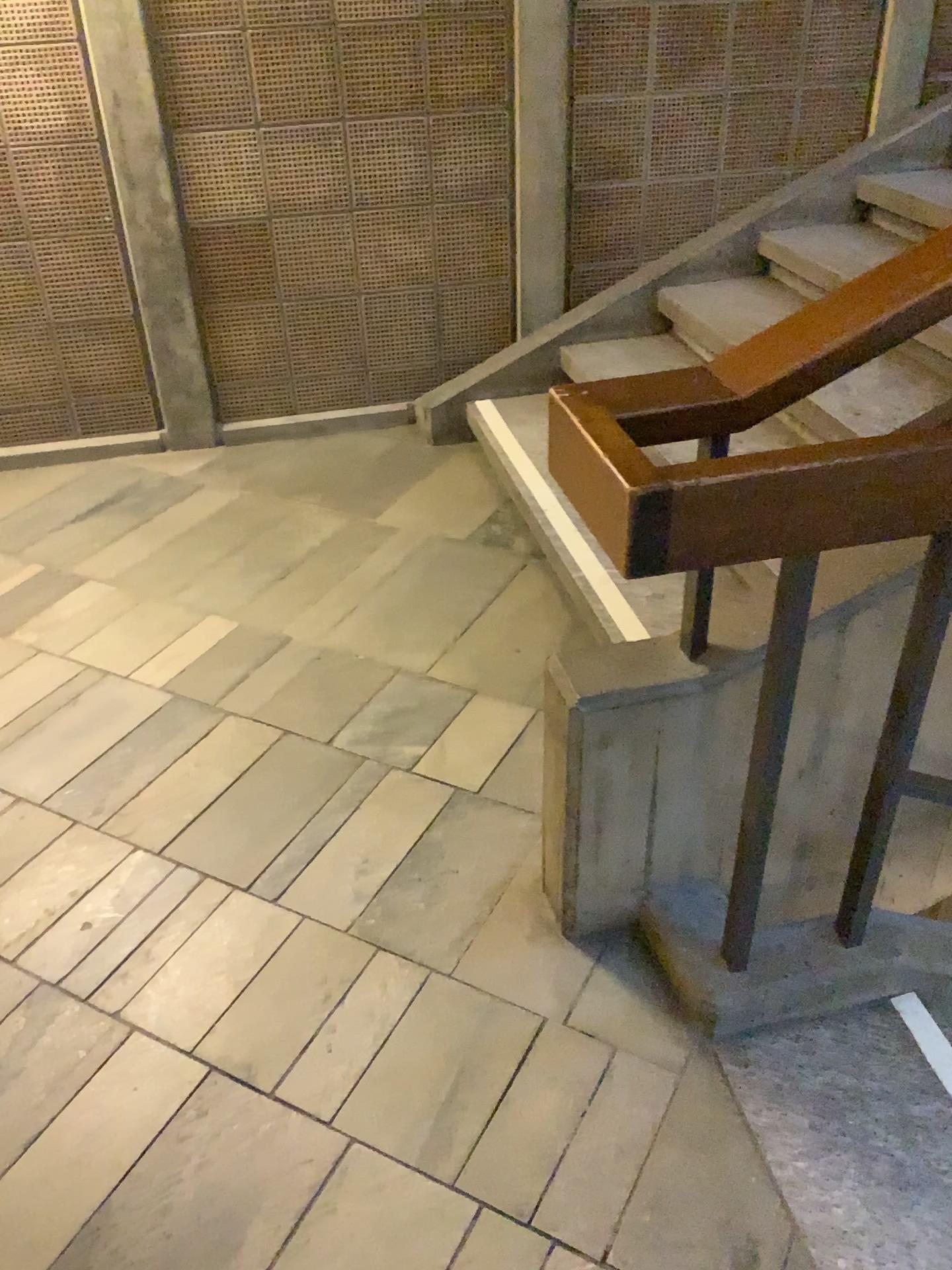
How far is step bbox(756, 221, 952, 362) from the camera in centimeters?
323cm

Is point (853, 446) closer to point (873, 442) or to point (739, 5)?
point (873, 442)

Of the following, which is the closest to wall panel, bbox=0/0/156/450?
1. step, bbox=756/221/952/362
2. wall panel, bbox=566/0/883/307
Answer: wall panel, bbox=566/0/883/307

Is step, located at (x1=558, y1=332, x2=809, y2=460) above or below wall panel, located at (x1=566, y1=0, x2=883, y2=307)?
below

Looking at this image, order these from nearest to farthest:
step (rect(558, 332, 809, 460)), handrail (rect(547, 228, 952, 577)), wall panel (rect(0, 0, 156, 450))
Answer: handrail (rect(547, 228, 952, 577)) → wall panel (rect(0, 0, 156, 450)) → step (rect(558, 332, 809, 460))

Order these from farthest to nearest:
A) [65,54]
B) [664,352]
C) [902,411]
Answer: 1. [664,352]
2. [65,54]
3. [902,411]

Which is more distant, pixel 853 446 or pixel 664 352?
pixel 664 352

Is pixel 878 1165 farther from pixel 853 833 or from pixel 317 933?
pixel 317 933

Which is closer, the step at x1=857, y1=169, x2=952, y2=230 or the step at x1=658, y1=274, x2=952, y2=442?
the step at x1=658, y1=274, x2=952, y2=442

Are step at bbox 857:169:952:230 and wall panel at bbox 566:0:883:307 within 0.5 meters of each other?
yes
